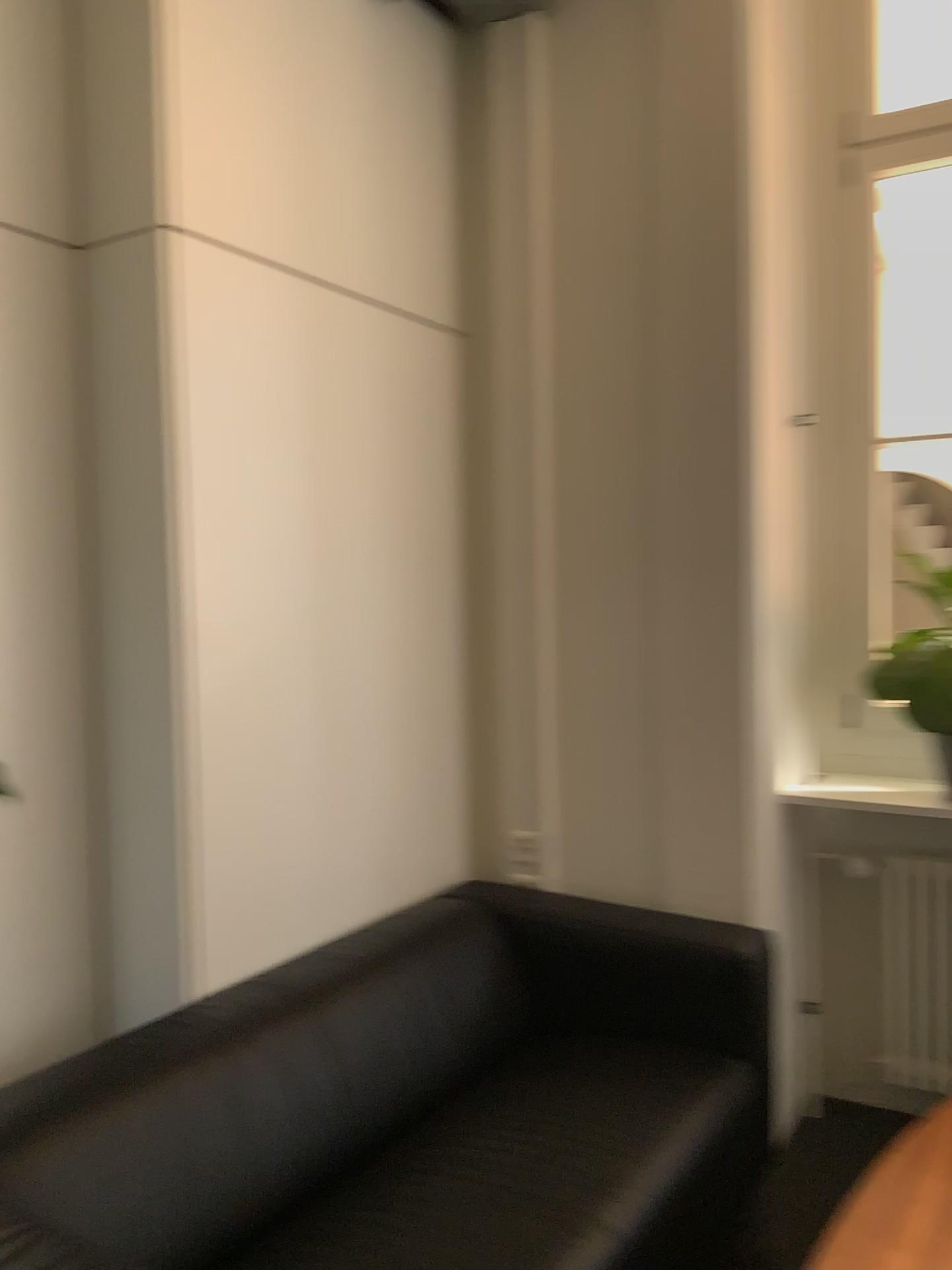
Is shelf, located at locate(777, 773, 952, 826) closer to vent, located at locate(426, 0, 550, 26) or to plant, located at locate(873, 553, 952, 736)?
plant, located at locate(873, 553, 952, 736)

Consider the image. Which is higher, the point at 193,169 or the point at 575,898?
the point at 193,169

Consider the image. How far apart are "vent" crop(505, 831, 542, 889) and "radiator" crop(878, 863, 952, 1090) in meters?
0.9

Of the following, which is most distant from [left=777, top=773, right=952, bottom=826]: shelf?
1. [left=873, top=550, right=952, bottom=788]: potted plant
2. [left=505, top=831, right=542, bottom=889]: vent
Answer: [left=505, top=831, right=542, bottom=889]: vent

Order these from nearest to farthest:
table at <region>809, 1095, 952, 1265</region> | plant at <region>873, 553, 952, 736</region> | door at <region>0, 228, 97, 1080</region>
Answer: table at <region>809, 1095, 952, 1265</region> < door at <region>0, 228, 97, 1080</region> < plant at <region>873, 553, 952, 736</region>

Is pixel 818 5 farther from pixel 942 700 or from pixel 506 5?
pixel 942 700

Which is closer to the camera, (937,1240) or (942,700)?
(937,1240)

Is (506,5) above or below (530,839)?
above

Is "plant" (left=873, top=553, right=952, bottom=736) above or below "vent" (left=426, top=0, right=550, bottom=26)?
below

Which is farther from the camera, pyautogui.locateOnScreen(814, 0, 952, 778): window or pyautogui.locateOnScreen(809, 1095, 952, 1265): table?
pyautogui.locateOnScreen(814, 0, 952, 778): window
